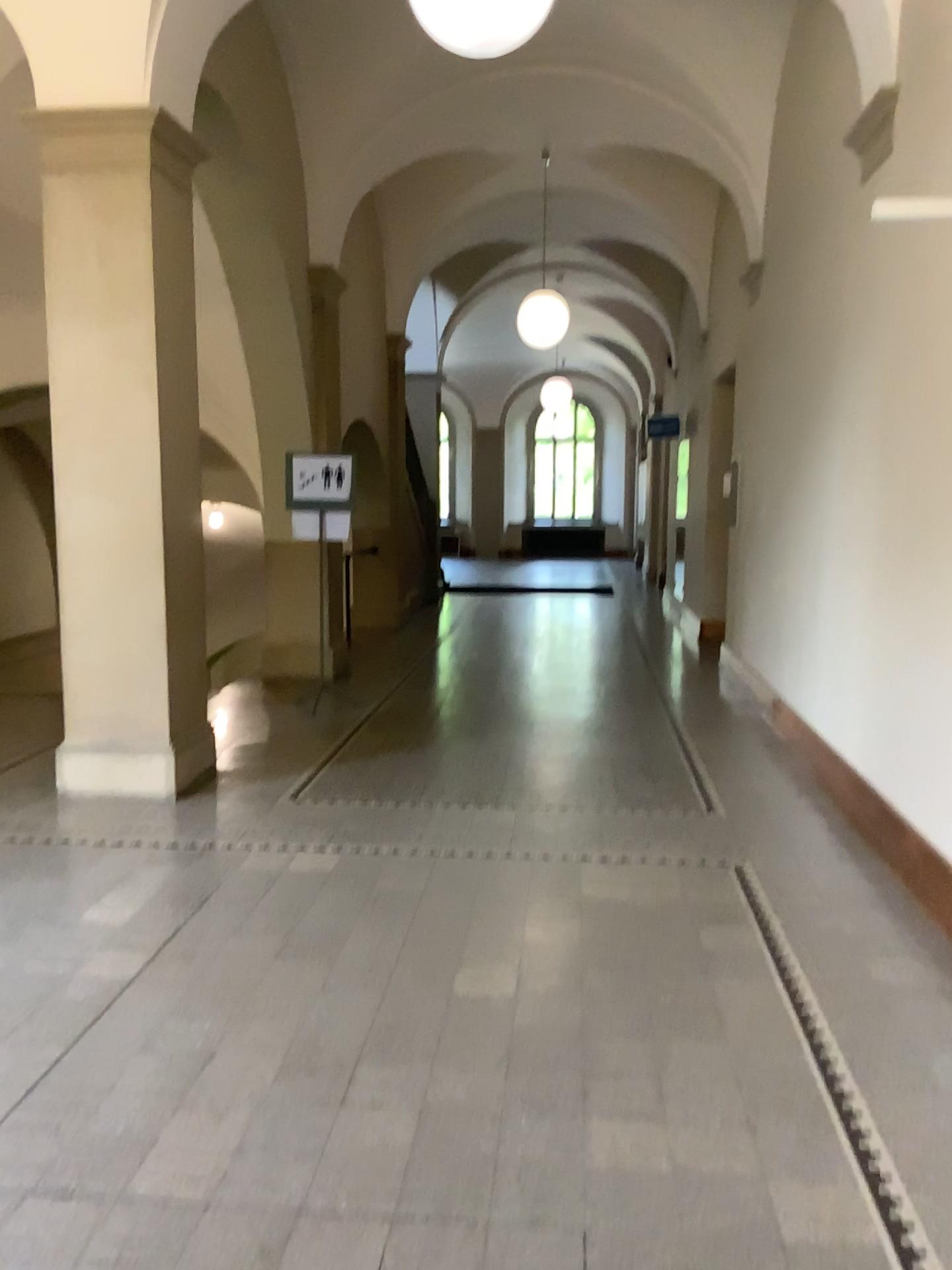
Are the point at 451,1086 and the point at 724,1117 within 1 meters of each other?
yes
